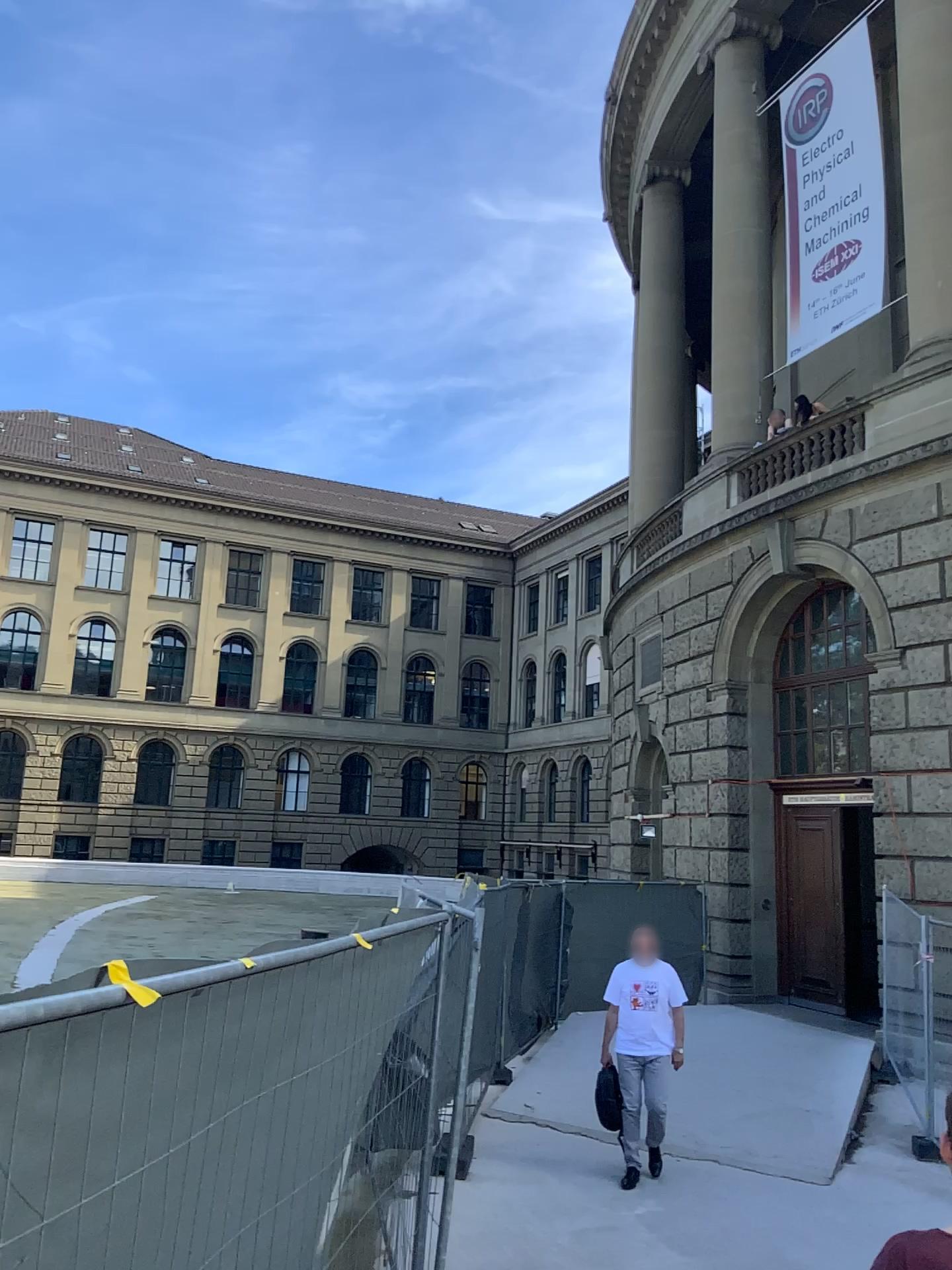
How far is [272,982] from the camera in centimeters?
257cm
